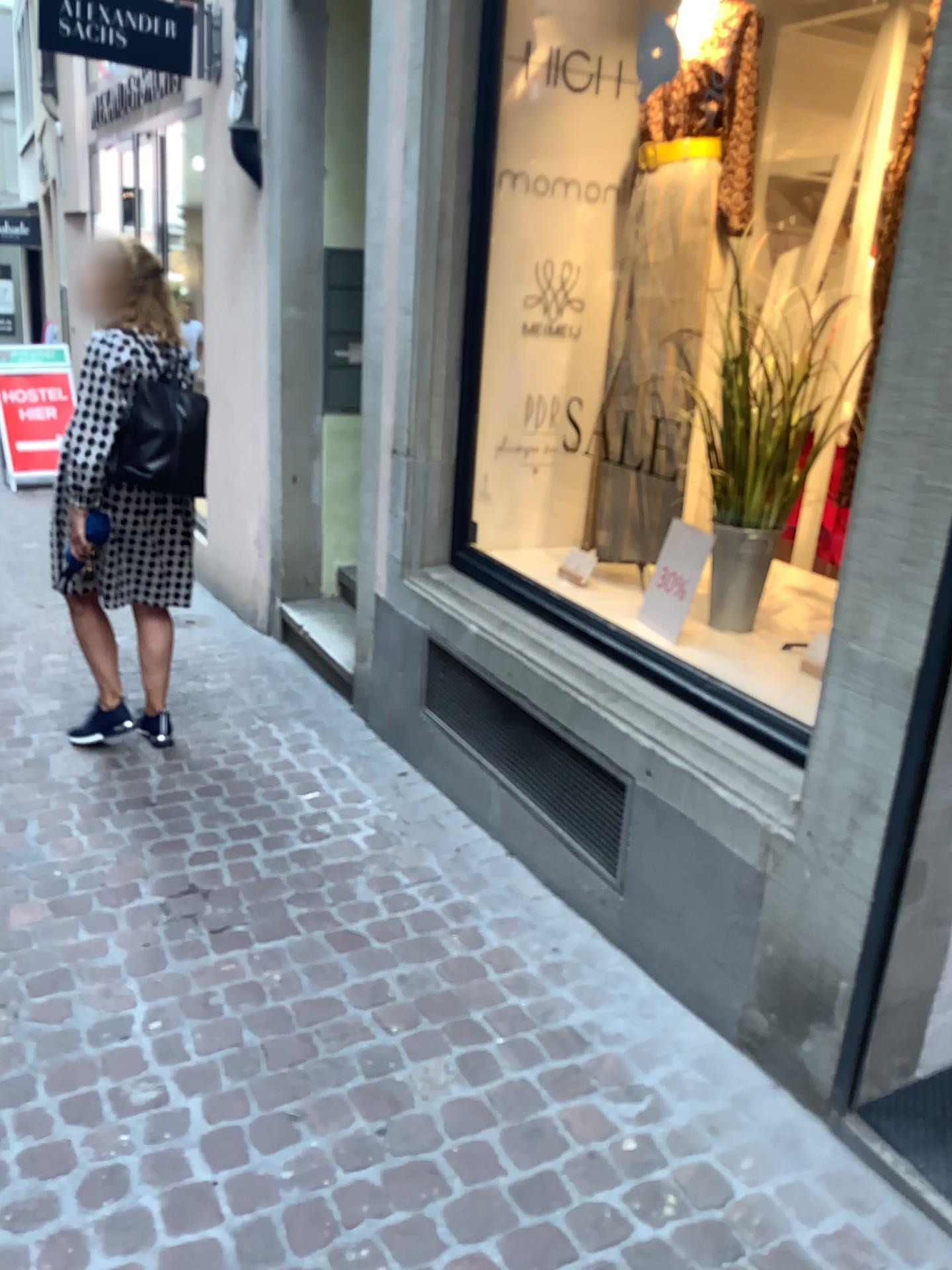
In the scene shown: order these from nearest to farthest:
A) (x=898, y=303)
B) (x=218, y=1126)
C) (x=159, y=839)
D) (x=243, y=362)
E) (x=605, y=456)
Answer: (x=898, y=303) → (x=218, y=1126) → (x=159, y=839) → (x=605, y=456) → (x=243, y=362)

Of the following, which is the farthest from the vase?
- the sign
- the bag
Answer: the bag

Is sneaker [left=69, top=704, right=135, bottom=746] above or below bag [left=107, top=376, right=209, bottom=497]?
below

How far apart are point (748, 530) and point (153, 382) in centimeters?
180cm

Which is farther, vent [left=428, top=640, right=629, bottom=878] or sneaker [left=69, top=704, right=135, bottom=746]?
sneaker [left=69, top=704, right=135, bottom=746]

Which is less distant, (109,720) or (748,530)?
(748,530)

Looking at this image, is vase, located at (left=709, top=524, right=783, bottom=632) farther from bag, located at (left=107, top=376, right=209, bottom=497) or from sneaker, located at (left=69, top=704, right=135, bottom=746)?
sneaker, located at (left=69, top=704, right=135, bottom=746)

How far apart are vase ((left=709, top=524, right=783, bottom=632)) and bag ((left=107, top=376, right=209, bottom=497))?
1.6m

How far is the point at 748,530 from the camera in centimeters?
274cm

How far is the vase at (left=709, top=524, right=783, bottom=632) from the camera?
2.74m
